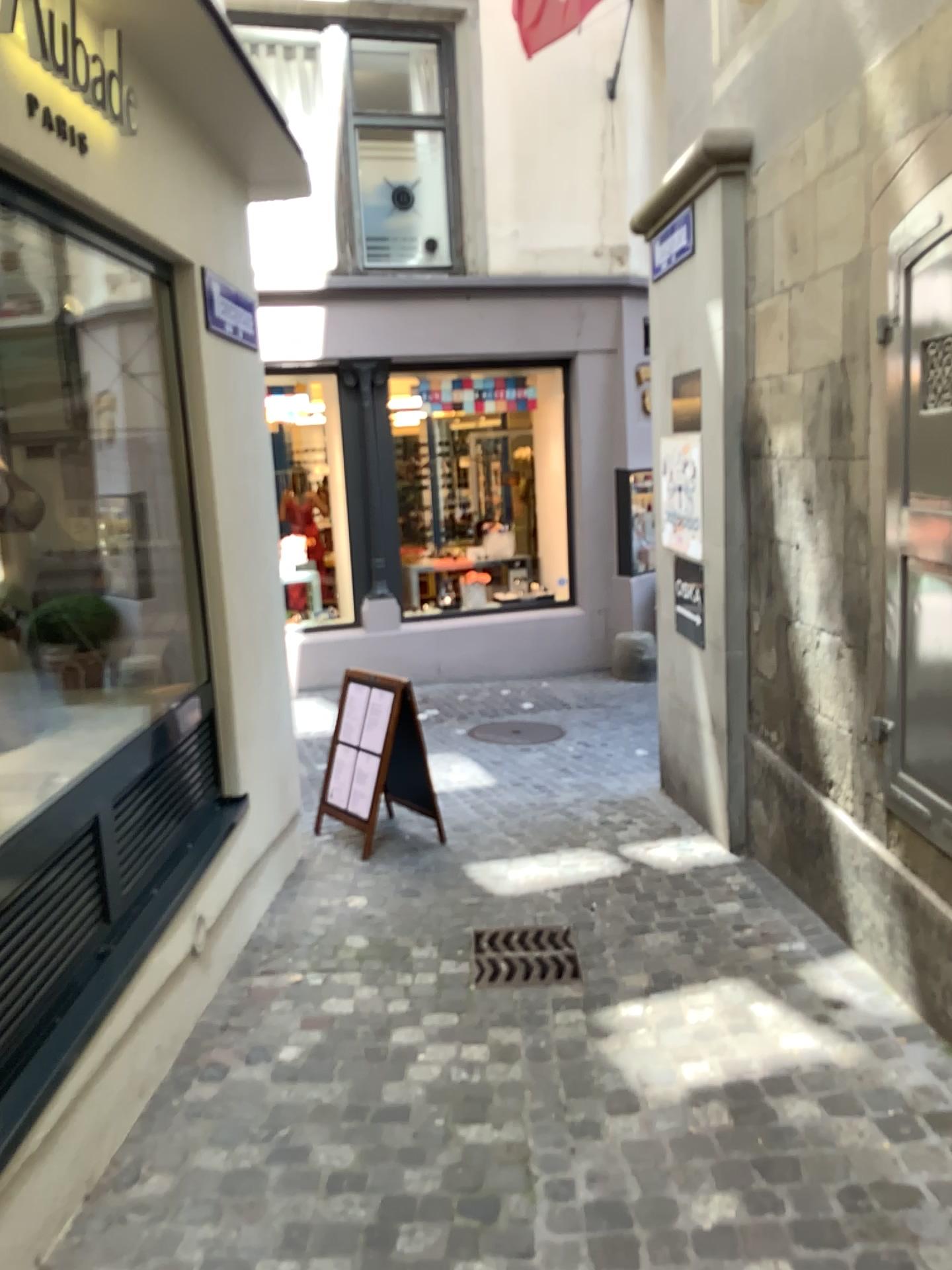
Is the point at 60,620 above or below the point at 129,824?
above

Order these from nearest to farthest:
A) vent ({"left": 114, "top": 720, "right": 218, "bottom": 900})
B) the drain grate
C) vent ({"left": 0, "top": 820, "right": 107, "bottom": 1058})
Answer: vent ({"left": 0, "top": 820, "right": 107, "bottom": 1058}) → vent ({"left": 114, "top": 720, "right": 218, "bottom": 900}) → the drain grate

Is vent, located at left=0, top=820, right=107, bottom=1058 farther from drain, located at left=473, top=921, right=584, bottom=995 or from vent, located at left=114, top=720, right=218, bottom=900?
drain, located at left=473, top=921, right=584, bottom=995

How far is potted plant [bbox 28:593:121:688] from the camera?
3.7m

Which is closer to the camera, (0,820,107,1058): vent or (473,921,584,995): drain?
(0,820,107,1058): vent

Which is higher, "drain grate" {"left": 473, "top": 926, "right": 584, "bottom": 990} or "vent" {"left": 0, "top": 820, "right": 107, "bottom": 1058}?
"vent" {"left": 0, "top": 820, "right": 107, "bottom": 1058}

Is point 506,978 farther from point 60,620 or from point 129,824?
point 60,620

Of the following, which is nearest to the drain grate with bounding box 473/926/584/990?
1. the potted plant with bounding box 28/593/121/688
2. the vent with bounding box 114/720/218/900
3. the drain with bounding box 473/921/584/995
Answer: the drain with bounding box 473/921/584/995

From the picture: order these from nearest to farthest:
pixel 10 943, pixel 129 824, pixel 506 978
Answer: pixel 10 943, pixel 129 824, pixel 506 978

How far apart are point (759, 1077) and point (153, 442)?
2.8 meters
